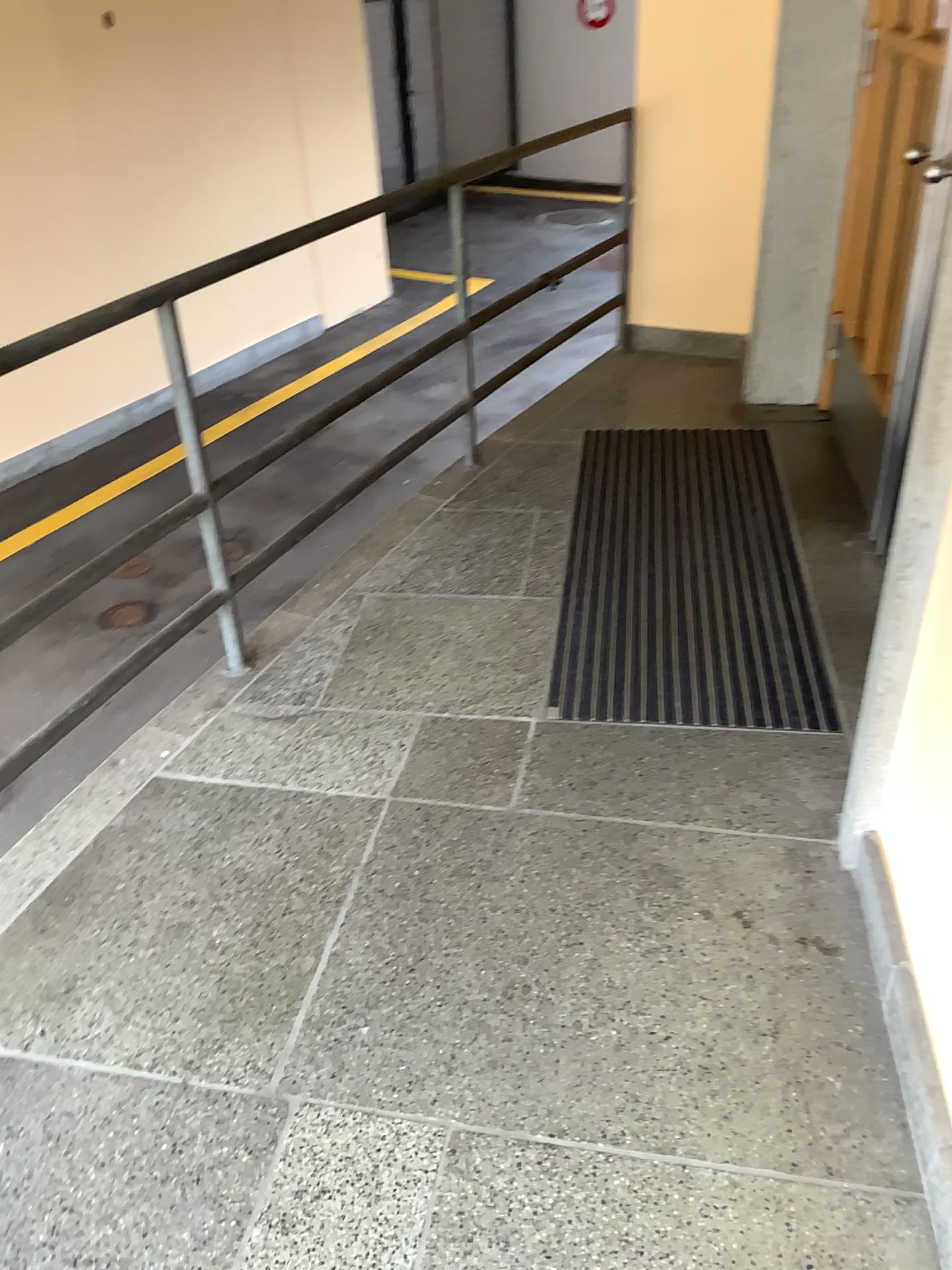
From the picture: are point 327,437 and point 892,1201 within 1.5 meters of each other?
no
